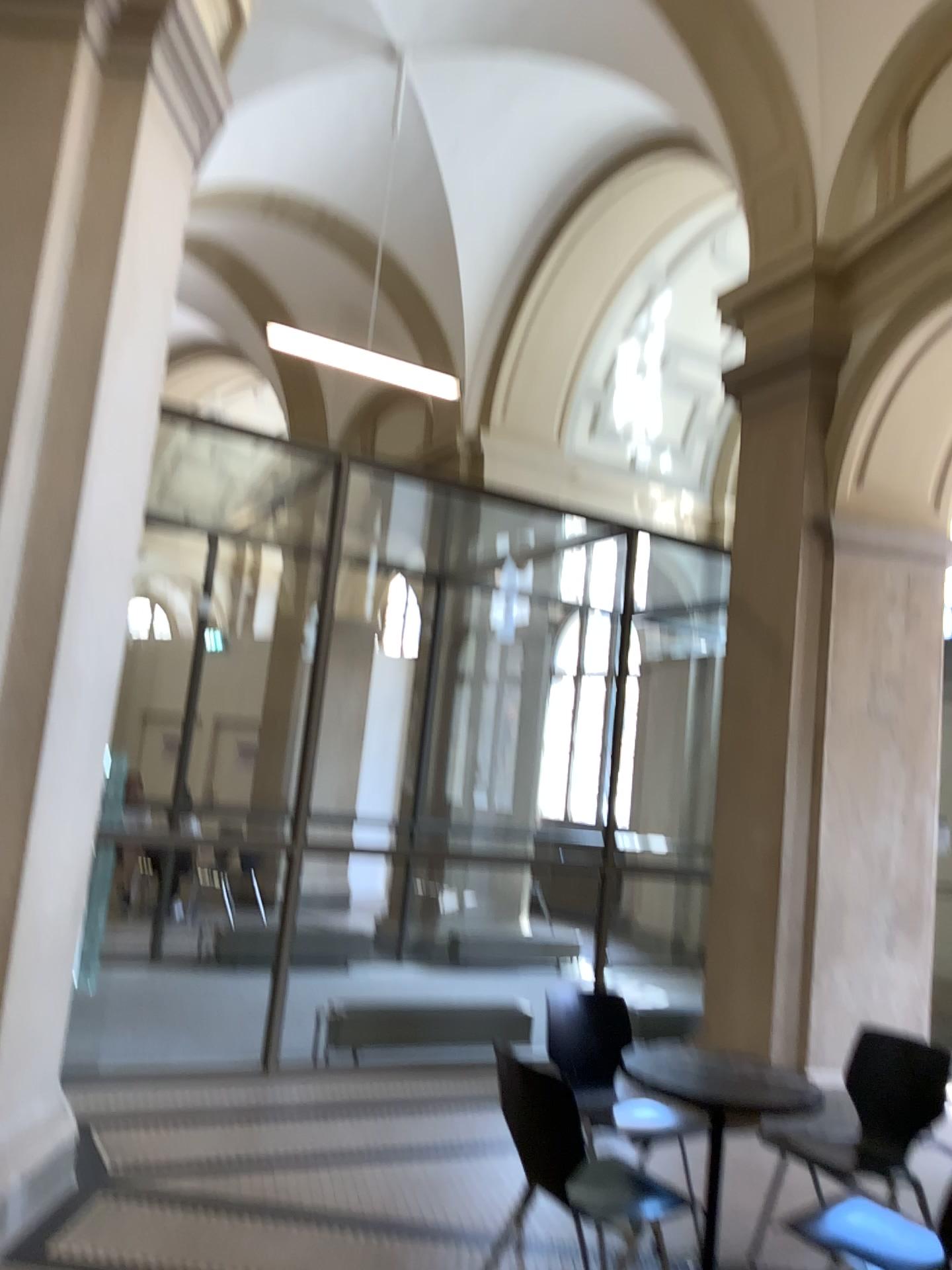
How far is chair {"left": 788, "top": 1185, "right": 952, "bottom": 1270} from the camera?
2.8 meters

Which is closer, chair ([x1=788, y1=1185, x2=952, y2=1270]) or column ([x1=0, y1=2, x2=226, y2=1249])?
chair ([x1=788, y1=1185, x2=952, y2=1270])

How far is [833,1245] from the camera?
2.84m

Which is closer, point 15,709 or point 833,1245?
point 833,1245

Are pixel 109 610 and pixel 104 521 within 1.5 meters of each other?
yes

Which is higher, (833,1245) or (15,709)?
(15,709)
